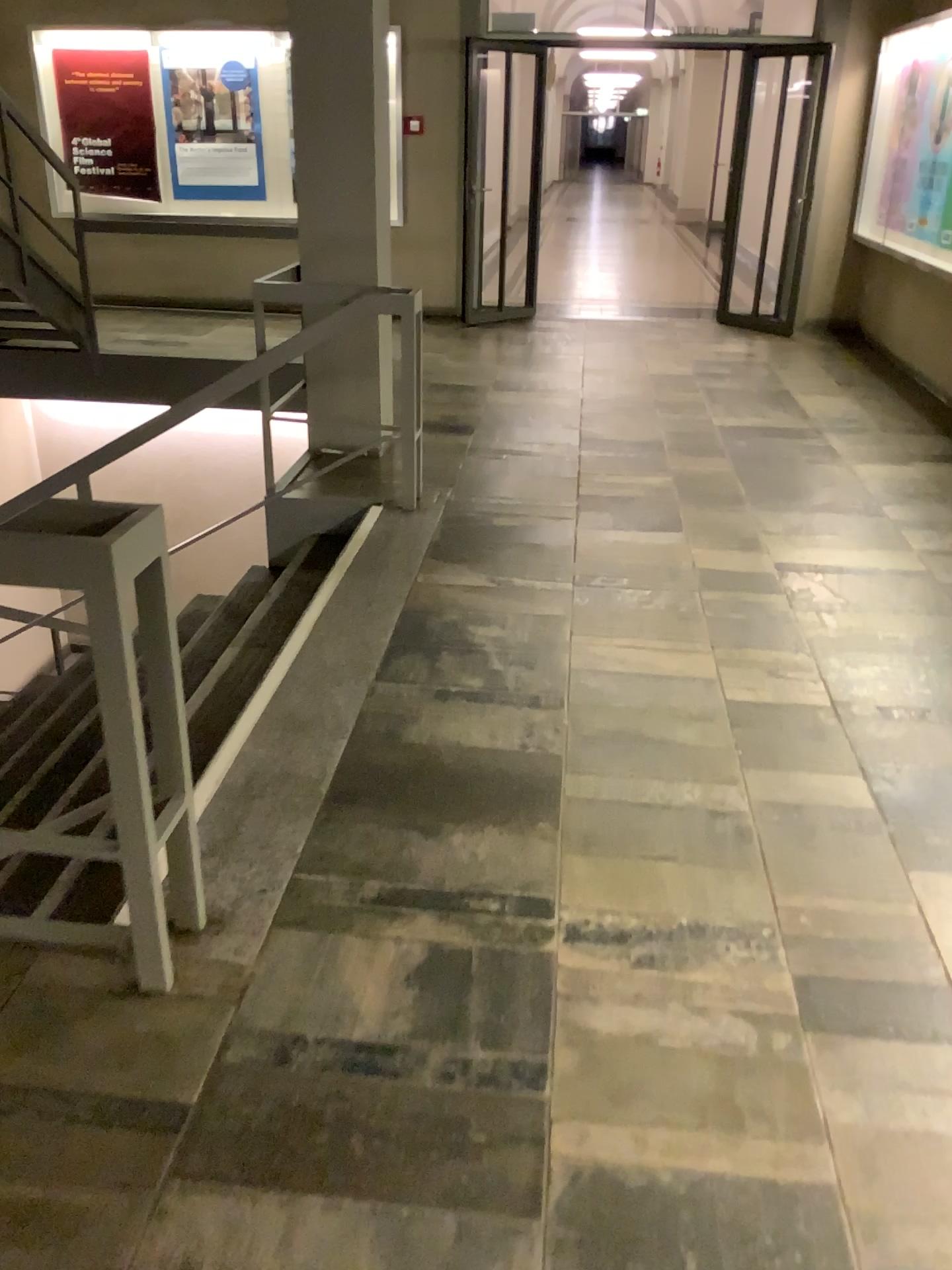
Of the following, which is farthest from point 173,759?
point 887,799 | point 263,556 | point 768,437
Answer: point 768,437
